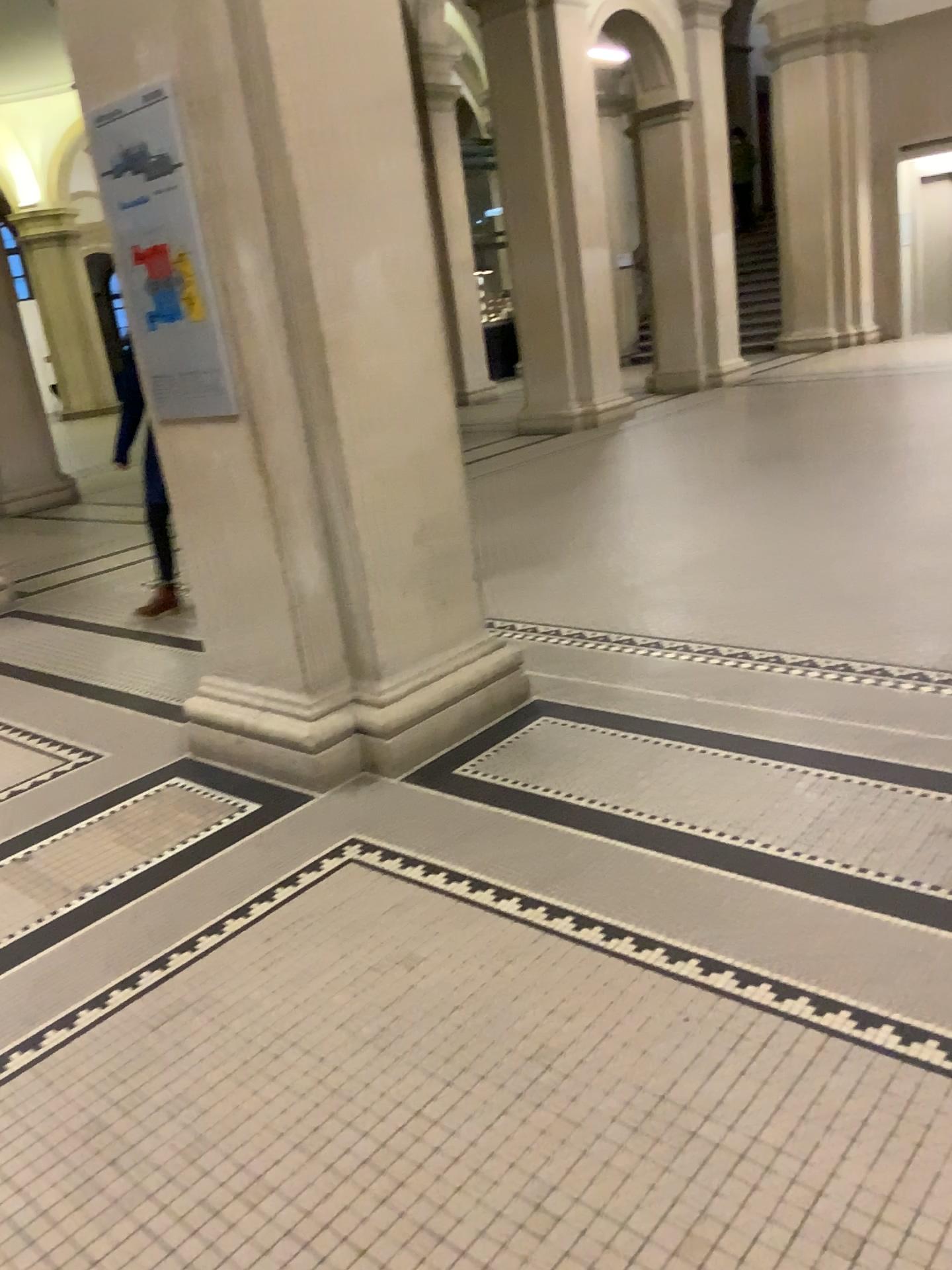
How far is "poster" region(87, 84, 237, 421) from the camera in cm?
298

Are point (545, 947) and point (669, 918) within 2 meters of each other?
yes

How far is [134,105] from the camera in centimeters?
298cm
